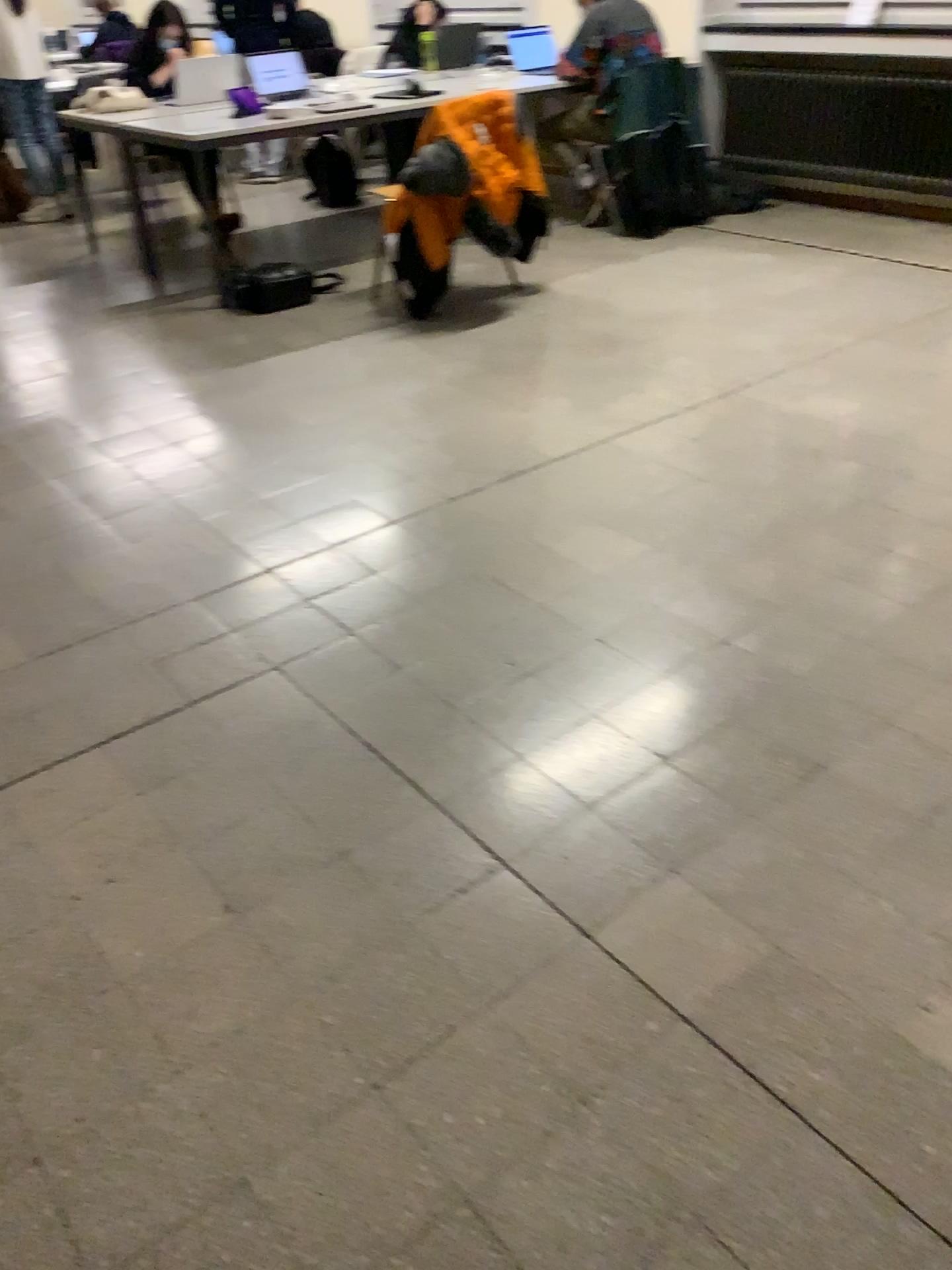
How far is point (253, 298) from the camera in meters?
4.8 m

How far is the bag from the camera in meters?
4.8

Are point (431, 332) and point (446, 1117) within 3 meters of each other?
no
